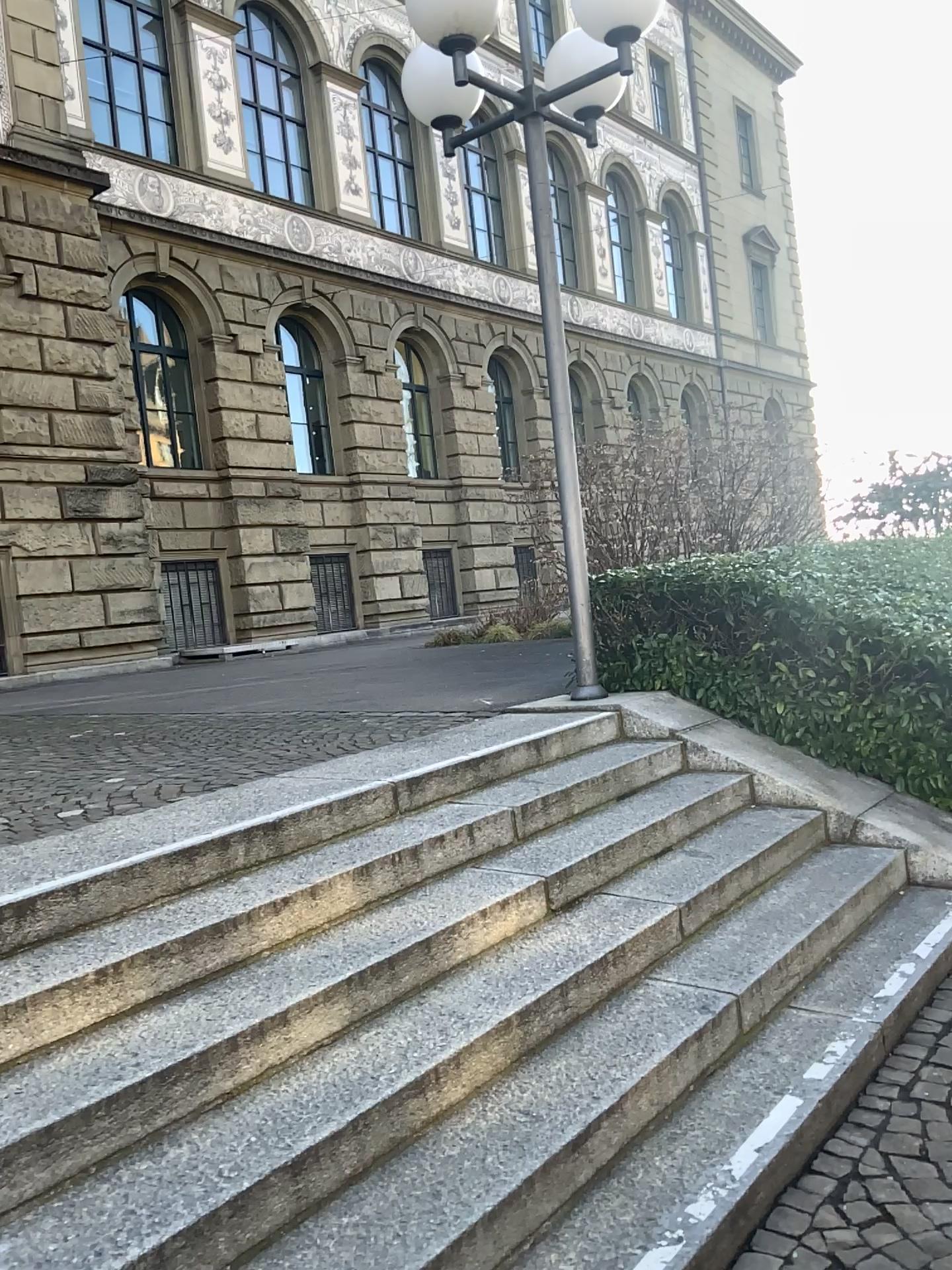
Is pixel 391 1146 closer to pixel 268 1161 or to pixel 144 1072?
pixel 268 1161
